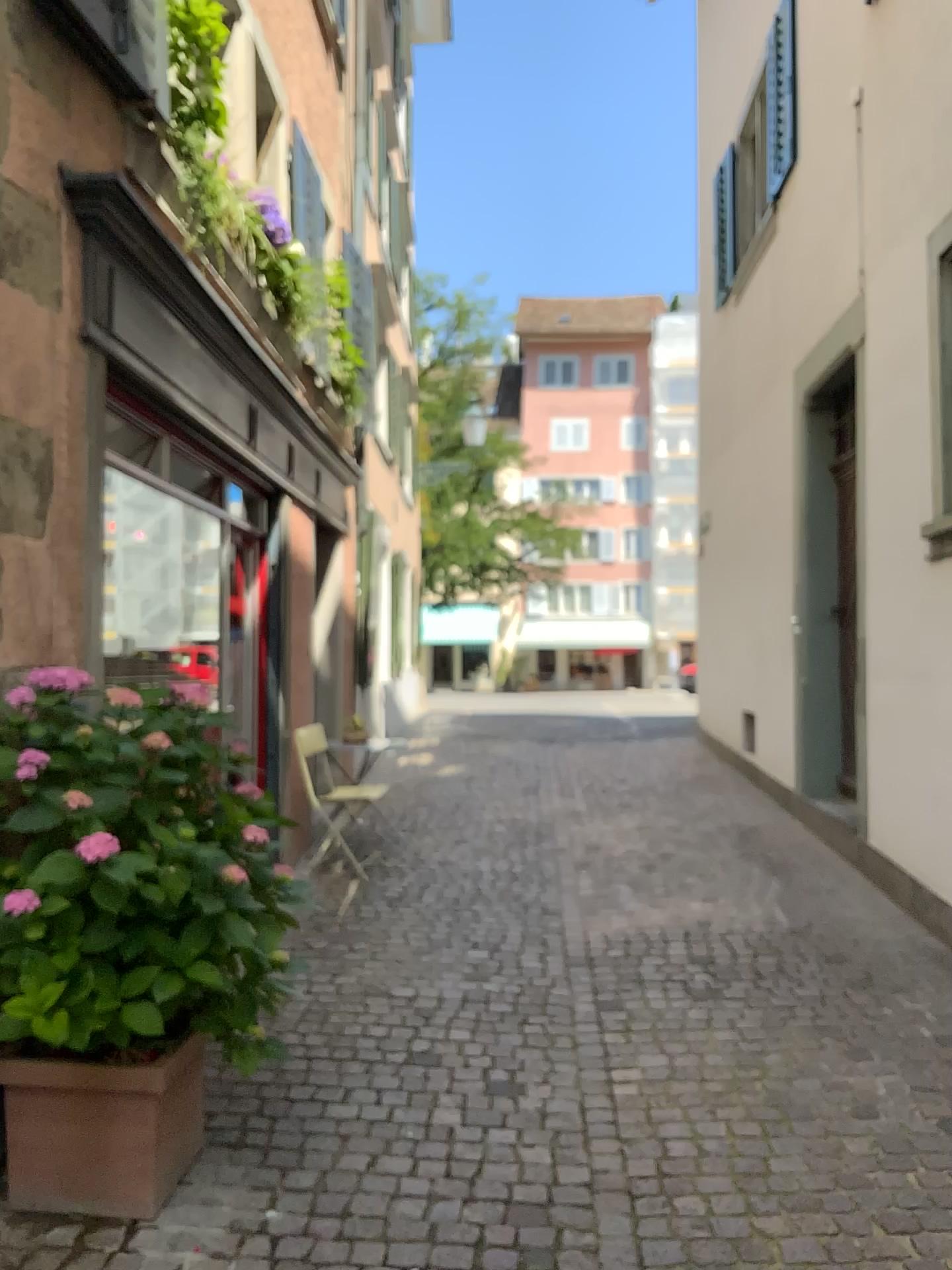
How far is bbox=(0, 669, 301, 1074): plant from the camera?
2.4 meters

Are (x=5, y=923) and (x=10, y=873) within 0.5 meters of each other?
yes

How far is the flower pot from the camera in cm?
261

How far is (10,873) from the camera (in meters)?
2.42

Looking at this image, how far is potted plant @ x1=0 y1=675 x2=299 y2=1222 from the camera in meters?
2.4 m

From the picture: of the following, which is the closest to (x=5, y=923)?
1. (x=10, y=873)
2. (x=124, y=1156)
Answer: (x=10, y=873)

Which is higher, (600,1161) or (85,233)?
(85,233)
